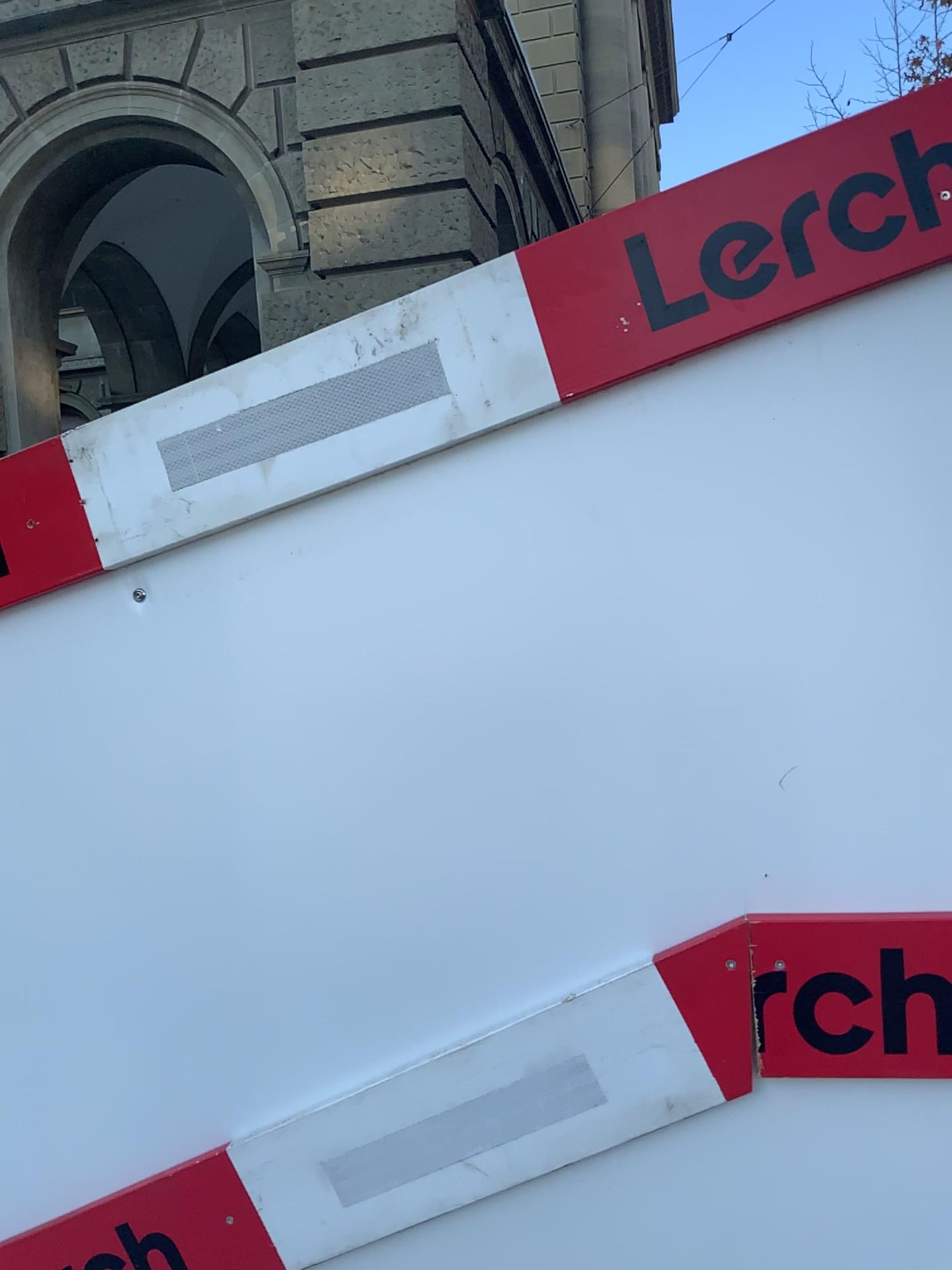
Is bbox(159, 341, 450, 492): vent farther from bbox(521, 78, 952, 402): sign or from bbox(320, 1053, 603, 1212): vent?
bbox(320, 1053, 603, 1212): vent

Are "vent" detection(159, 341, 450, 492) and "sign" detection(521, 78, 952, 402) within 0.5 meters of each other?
yes

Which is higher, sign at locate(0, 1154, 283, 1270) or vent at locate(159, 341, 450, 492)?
vent at locate(159, 341, 450, 492)

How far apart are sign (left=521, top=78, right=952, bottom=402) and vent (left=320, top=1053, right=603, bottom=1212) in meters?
0.6

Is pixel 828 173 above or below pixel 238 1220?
above

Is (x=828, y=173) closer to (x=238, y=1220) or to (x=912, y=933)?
(x=912, y=933)

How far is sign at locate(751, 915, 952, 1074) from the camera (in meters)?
0.95

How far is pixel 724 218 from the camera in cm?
95

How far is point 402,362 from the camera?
1.0m

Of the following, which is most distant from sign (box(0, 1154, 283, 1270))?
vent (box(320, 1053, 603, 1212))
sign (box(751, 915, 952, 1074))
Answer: sign (box(751, 915, 952, 1074))
